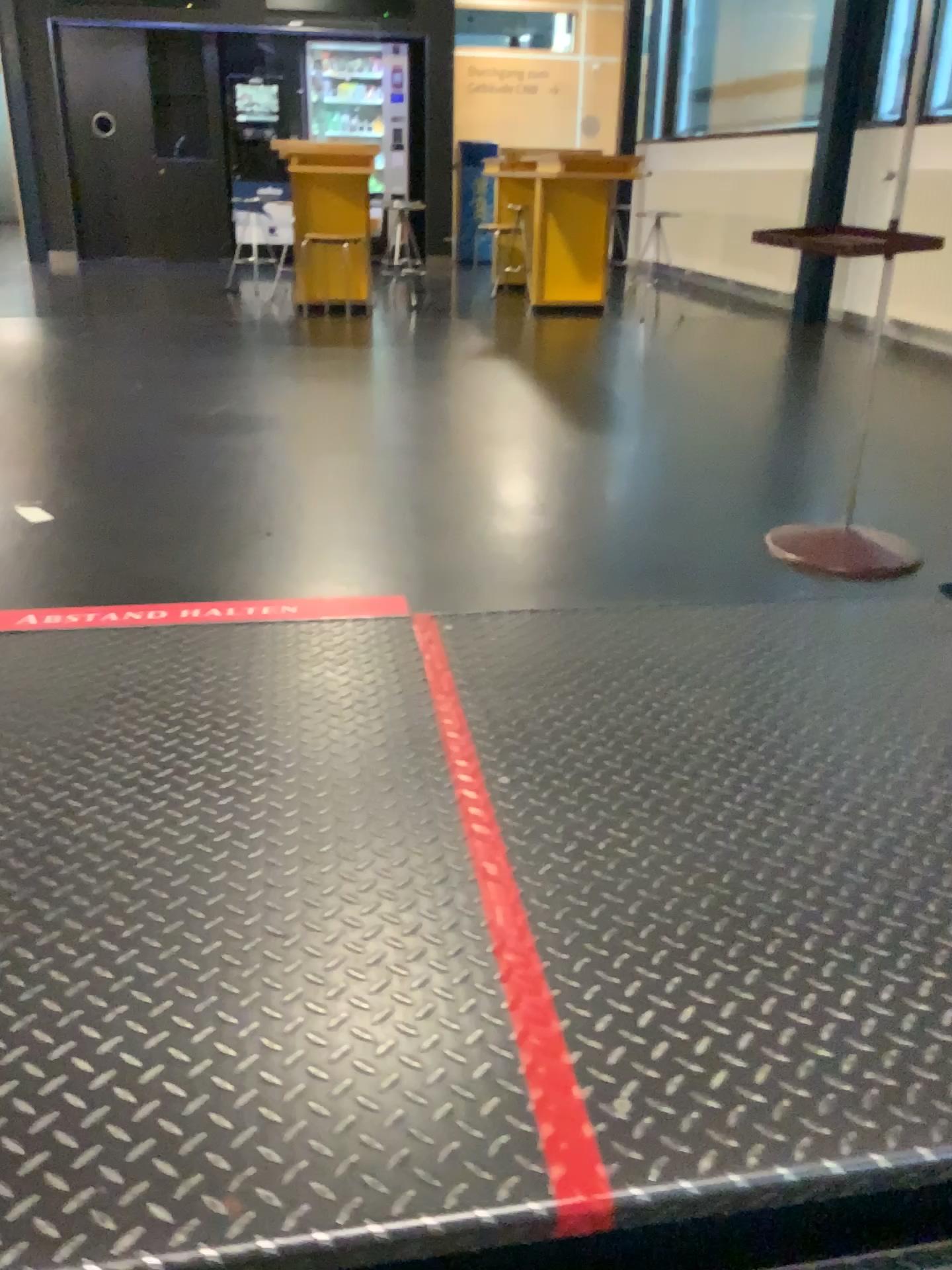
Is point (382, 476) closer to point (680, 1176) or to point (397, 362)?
→ point (397, 362)
